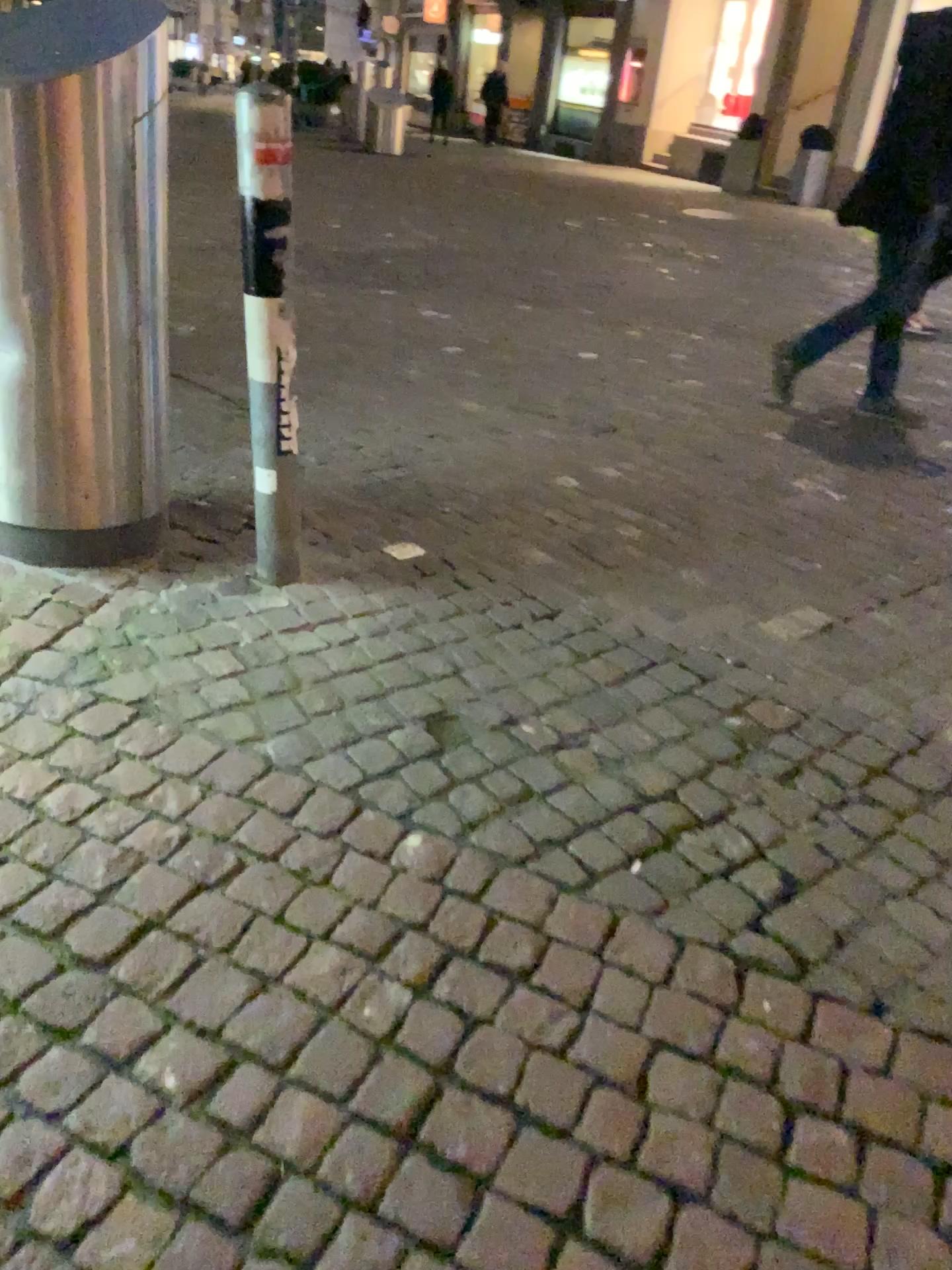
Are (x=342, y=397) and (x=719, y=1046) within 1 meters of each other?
no
